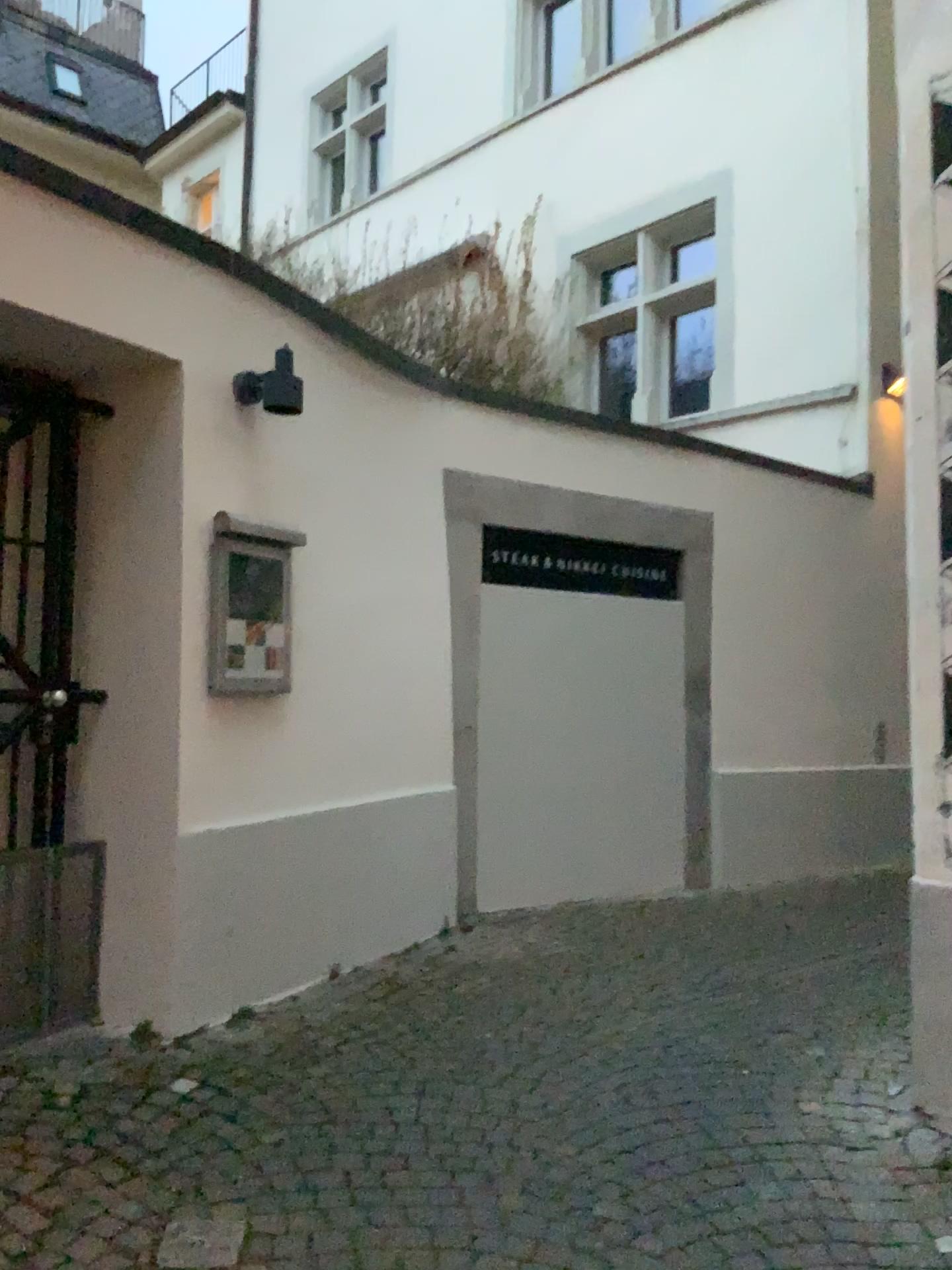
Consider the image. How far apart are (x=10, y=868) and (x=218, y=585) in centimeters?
107cm

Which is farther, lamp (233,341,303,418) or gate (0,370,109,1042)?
lamp (233,341,303,418)

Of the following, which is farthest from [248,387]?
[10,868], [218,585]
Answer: [10,868]

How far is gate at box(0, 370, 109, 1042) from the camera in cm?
322

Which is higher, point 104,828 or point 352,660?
point 352,660

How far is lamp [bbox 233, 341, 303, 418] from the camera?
3.5 meters

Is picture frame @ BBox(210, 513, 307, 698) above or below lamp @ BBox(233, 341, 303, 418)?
below

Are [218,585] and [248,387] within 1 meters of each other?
yes

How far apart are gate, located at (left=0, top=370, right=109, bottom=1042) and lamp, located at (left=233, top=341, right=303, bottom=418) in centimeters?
52cm

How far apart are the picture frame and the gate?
0.41m
